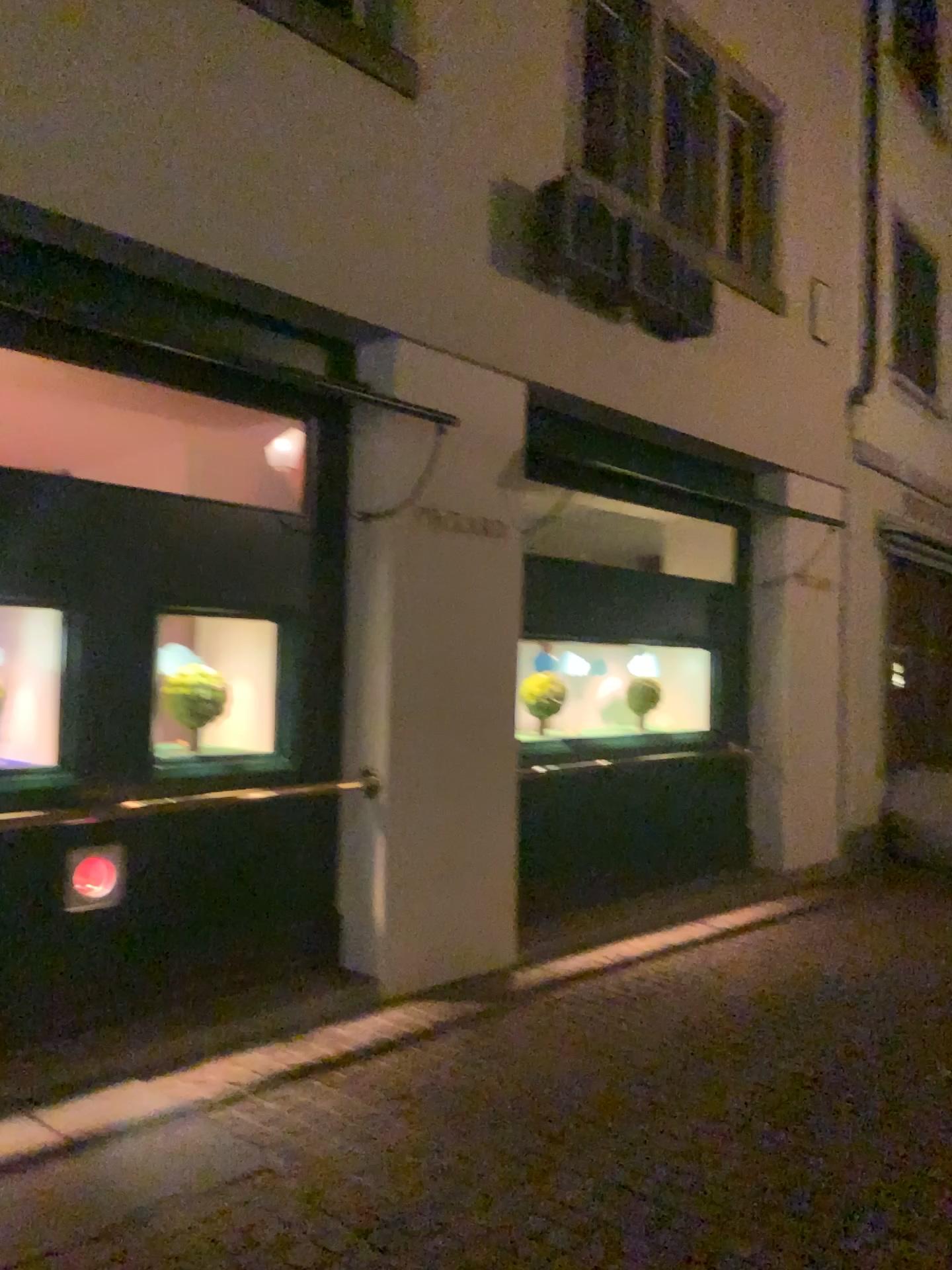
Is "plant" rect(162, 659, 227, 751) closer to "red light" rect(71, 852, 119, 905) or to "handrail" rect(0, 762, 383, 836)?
"handrail" rect(0, 762, 383, 836)

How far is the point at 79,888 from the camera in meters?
4.1

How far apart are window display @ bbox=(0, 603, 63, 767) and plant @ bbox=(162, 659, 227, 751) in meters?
0.5

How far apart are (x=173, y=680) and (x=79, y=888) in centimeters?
92cm

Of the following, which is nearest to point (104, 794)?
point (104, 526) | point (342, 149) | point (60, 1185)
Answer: point (104, 526)

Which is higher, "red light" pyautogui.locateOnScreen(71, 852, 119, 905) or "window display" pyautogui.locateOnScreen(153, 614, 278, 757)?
"window display" pyautogui.locateOnScreen(153, 614, 278, 757)

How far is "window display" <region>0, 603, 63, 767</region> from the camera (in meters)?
4.25

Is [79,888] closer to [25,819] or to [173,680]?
[25,819]

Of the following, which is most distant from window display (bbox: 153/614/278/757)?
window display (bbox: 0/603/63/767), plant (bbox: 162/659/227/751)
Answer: window display (bbox: 0/603/63/767)

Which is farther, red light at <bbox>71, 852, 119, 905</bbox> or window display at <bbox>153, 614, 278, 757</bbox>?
window display at <bbox>153, 614, 278, 757</bbox>
